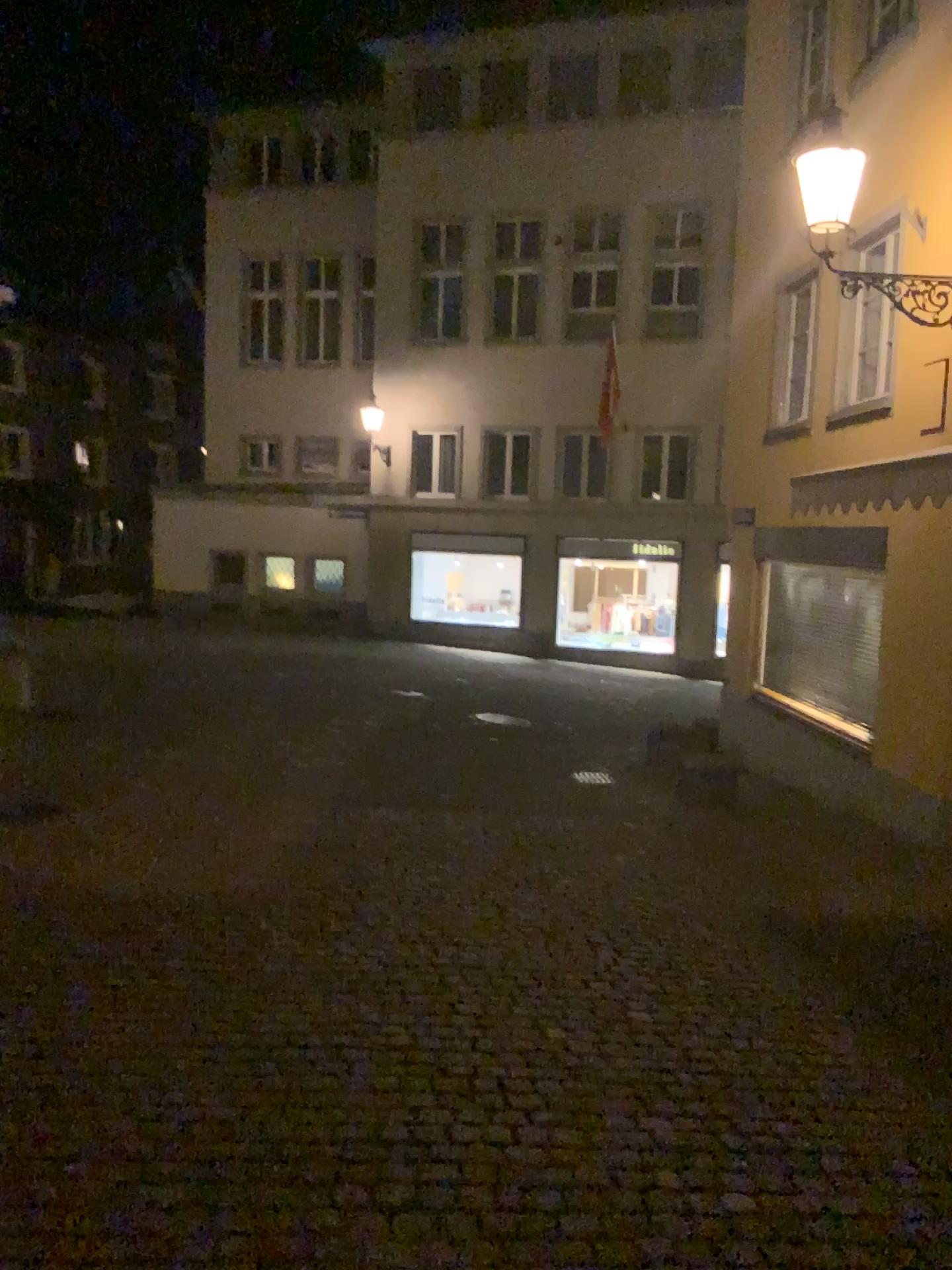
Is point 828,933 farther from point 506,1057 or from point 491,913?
point 506,1057
